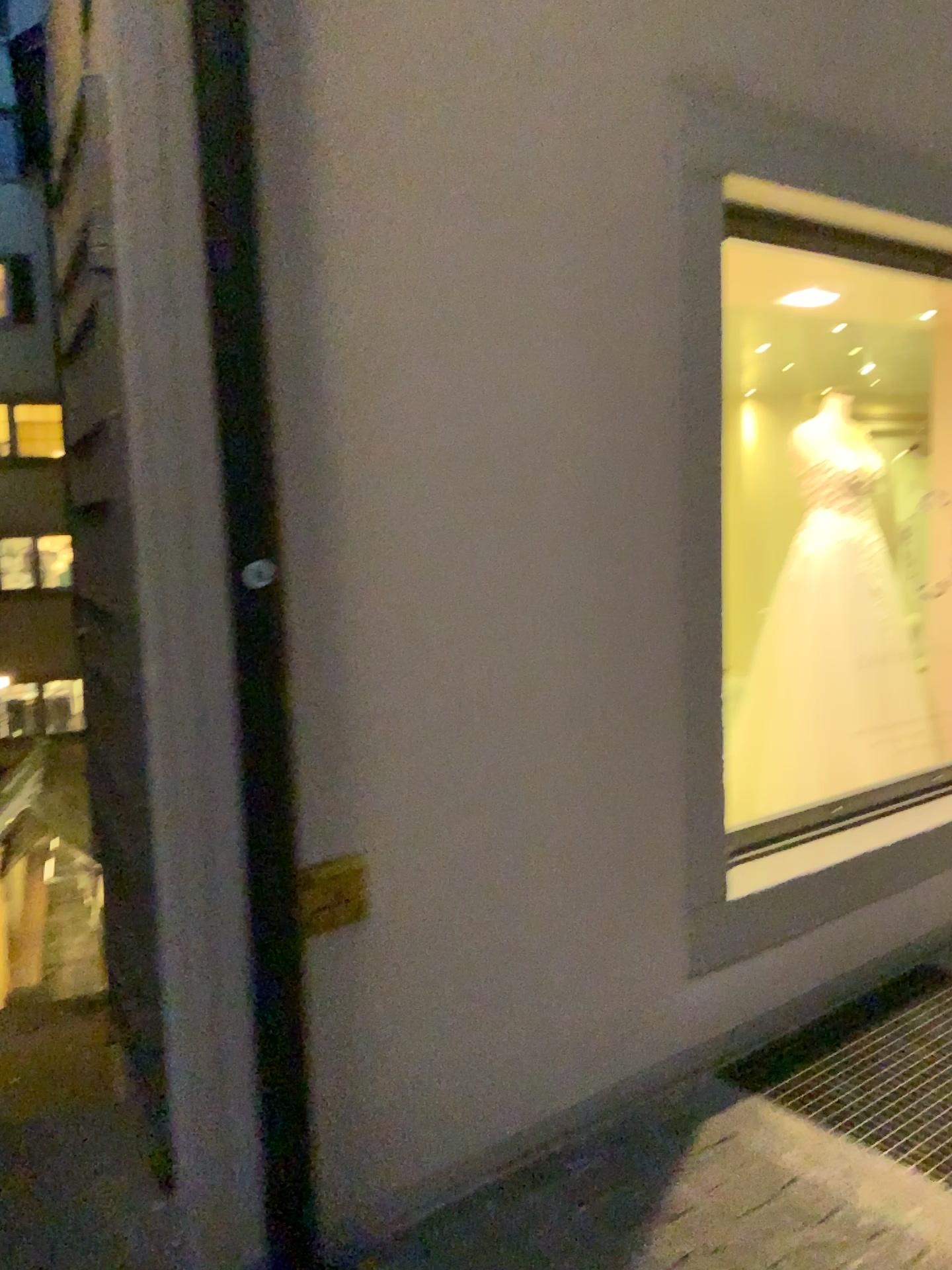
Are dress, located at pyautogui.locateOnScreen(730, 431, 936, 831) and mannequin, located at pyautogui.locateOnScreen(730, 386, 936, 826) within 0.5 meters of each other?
yes

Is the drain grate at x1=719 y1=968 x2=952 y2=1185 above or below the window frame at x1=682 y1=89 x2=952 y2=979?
below

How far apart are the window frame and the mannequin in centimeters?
126cm

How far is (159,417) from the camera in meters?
1.6

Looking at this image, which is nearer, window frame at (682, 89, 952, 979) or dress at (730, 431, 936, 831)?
window frame at (682, 89, 952, 979)

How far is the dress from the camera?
3.94m

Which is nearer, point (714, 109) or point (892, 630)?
point (714, 109)

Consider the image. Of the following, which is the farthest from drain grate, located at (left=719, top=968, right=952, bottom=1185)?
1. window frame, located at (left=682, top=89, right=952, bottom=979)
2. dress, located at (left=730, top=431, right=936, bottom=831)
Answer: dress, located at (left=730, top=431, right=936, bottom=831)

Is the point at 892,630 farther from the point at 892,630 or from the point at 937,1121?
the point at 937,1121

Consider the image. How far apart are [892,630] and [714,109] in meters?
2.2
